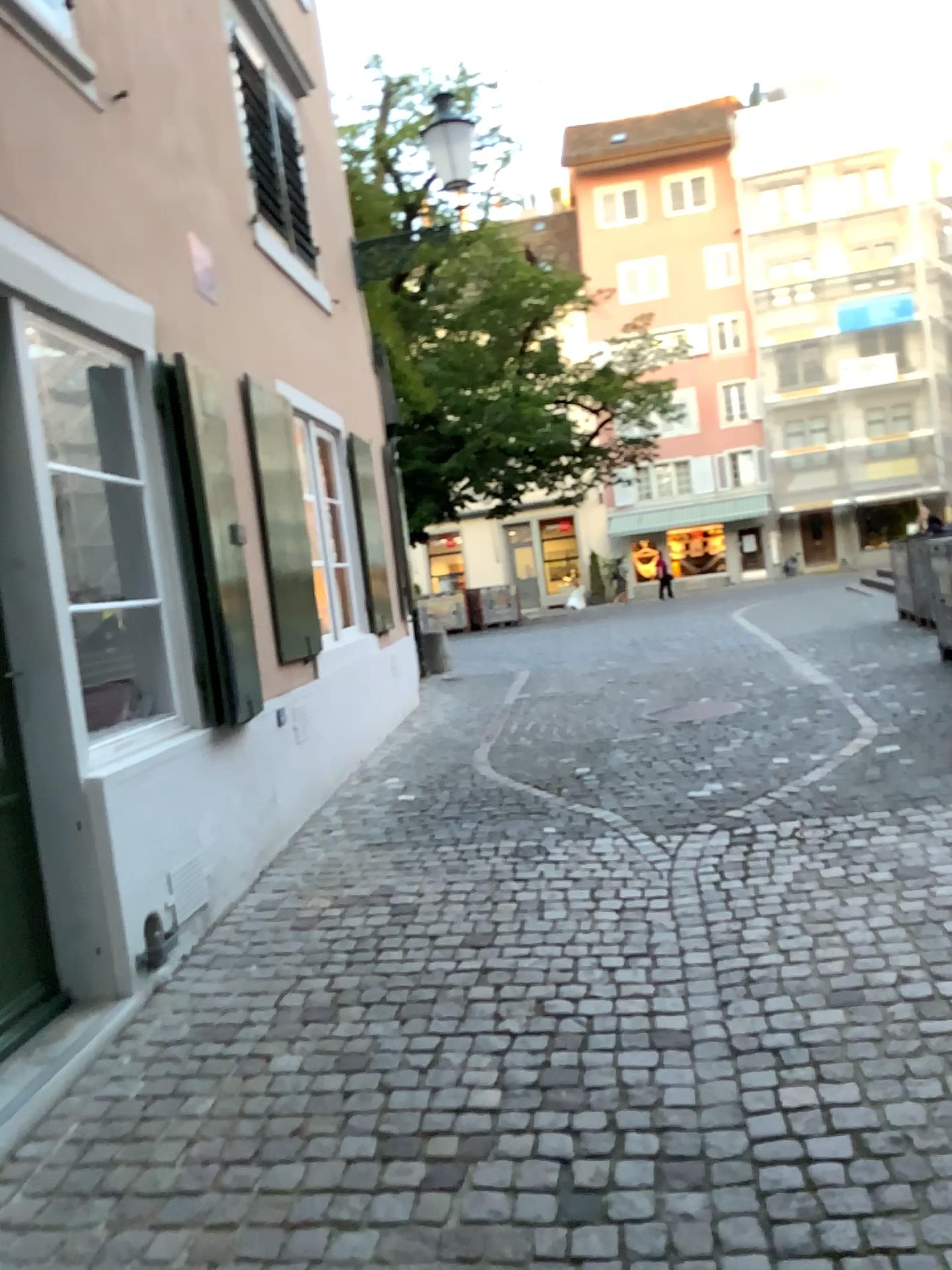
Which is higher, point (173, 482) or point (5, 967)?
→ point (173, 482)

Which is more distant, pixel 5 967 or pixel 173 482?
pixel 173 482

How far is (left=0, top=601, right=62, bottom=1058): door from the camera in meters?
3.0

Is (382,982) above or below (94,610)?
below

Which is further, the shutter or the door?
the shutter

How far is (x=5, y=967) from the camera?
3.0m
